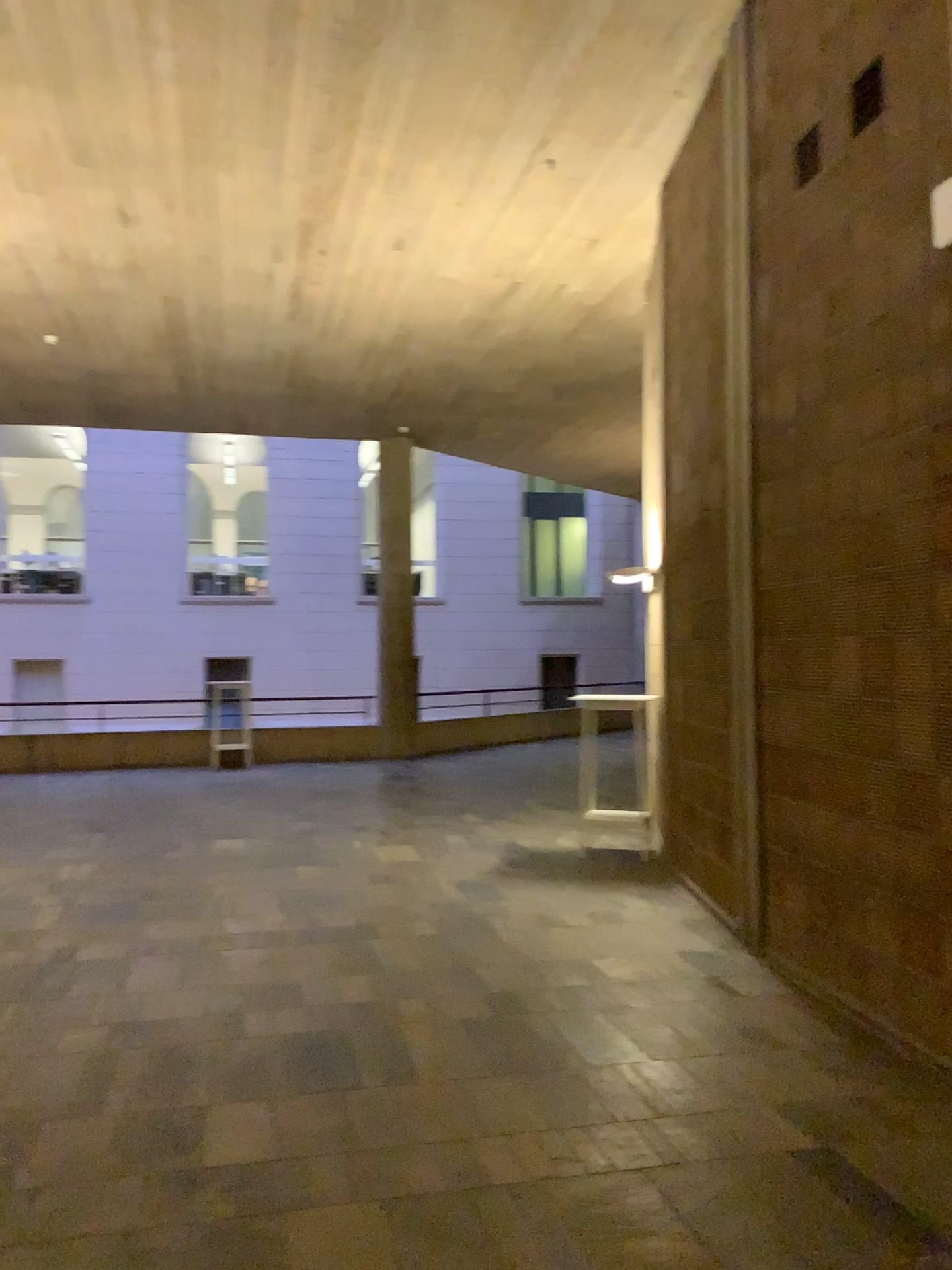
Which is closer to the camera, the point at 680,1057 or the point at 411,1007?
the point at 680,1057
